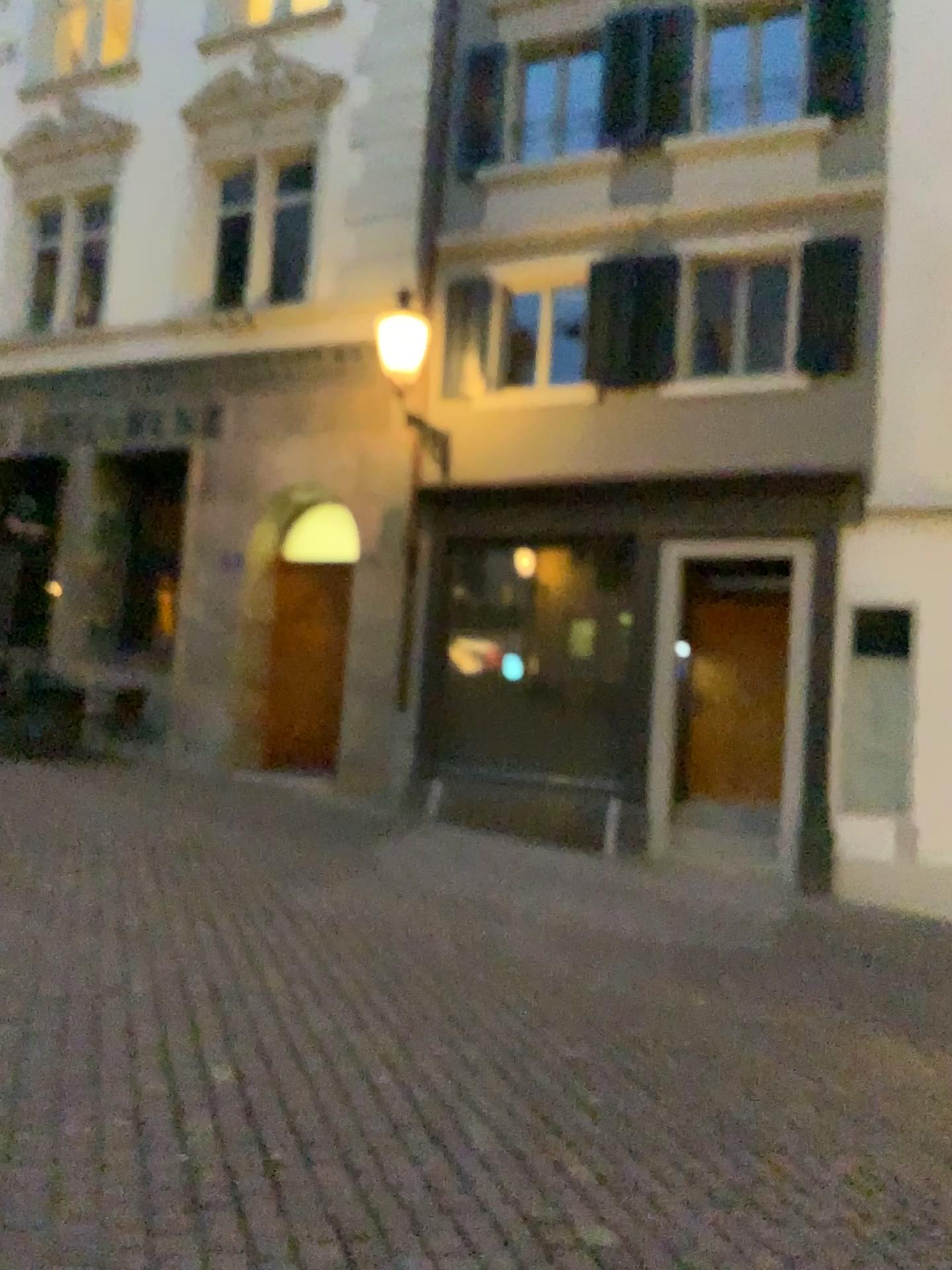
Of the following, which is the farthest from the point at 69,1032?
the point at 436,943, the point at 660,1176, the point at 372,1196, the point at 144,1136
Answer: the point at 436,943
